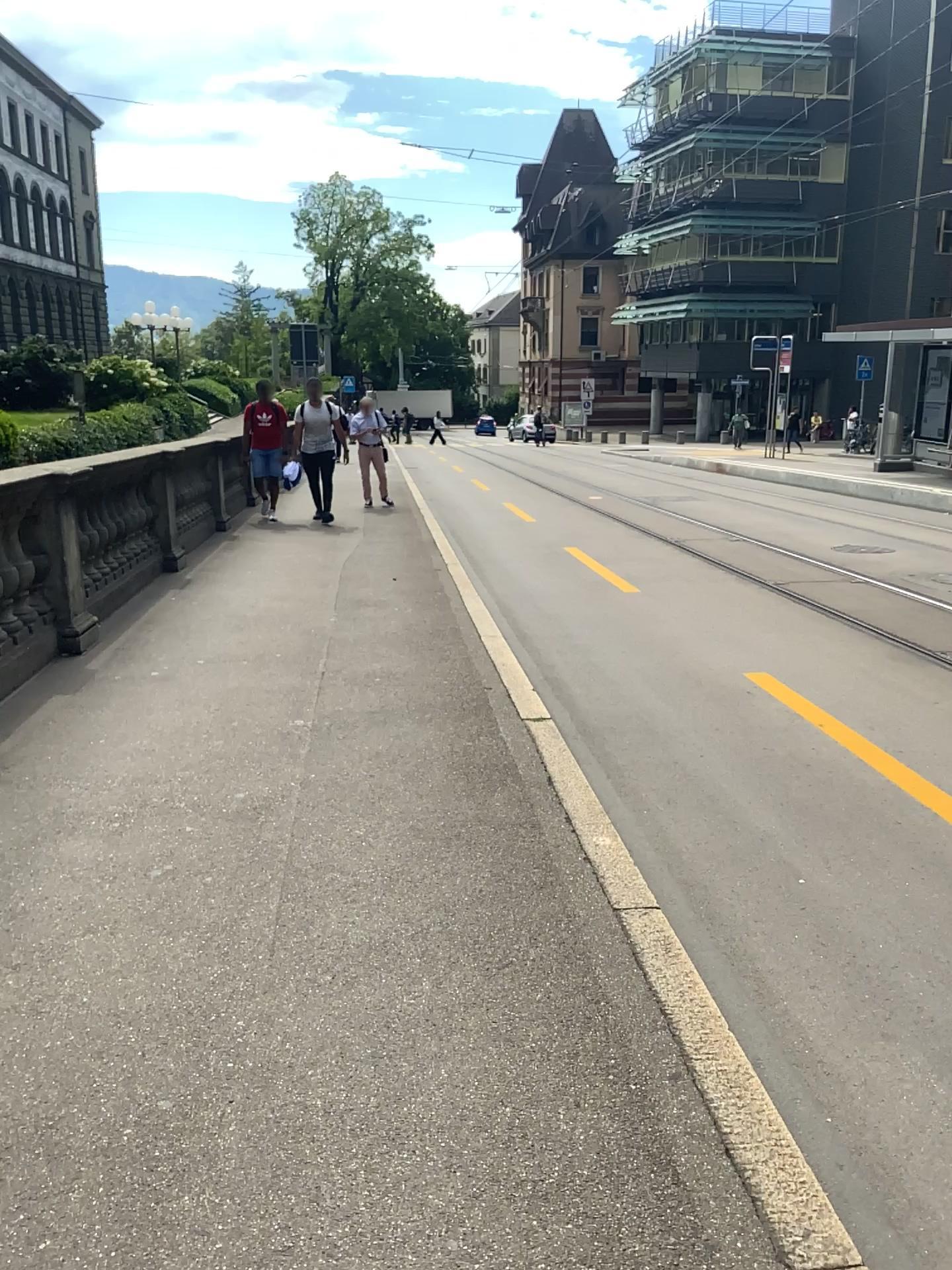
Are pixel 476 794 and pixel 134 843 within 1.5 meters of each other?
yes
